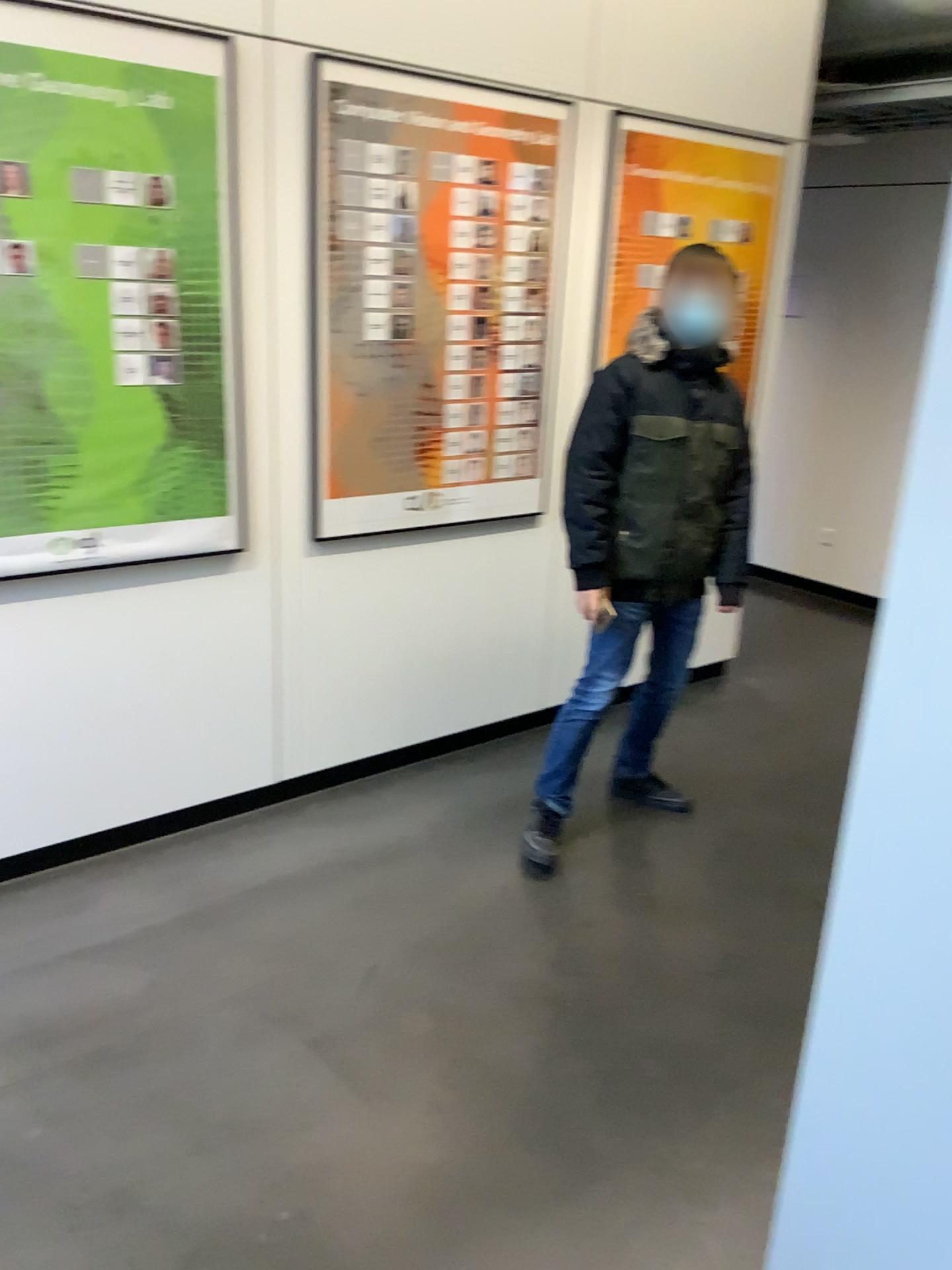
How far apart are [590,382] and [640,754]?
1.2m

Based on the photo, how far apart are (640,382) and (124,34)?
1.5 meters

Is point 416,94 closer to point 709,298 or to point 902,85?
point 709,298

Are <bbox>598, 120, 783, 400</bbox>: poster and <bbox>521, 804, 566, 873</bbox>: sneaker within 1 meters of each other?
no

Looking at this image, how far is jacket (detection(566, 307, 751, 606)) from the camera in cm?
289

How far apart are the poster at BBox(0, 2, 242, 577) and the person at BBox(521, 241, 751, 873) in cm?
95

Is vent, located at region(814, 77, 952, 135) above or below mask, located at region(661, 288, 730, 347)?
above

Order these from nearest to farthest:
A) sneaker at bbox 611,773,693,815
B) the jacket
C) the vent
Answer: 1. the jacket
2. sneaker at bbox 611,773,693,815
3. the vent

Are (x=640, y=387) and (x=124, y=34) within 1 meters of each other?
no

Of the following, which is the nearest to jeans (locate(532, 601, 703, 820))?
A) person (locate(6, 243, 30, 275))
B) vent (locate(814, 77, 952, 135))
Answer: person (locate(6, 243, 30, 275))
